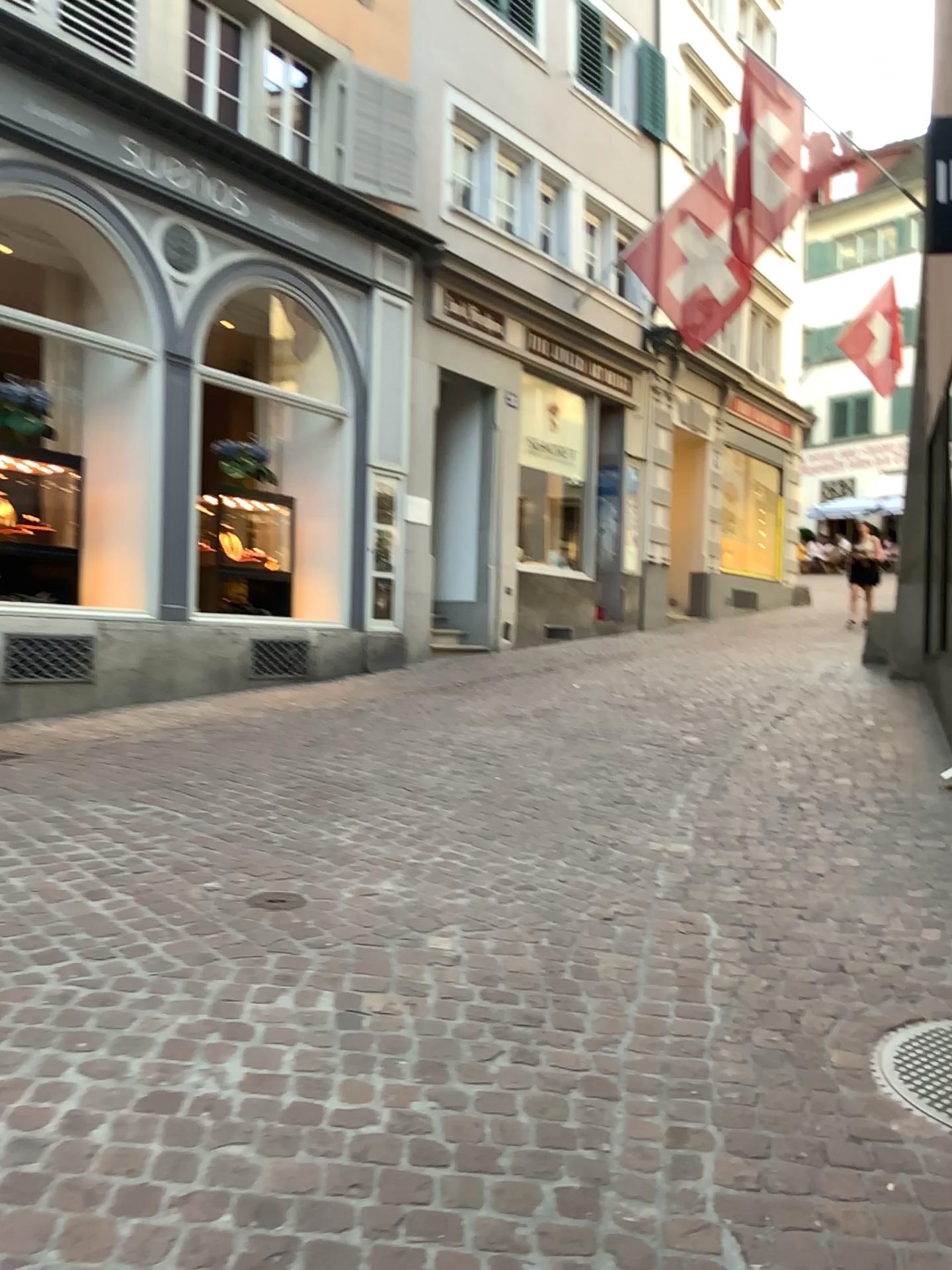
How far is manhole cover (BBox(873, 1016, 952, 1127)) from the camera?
2.3 meters

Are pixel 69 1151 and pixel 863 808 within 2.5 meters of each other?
no

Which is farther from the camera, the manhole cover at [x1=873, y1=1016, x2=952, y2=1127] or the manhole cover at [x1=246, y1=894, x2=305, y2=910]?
the manhole cover at [x1=246, y1=894, x2=305, y2=910]

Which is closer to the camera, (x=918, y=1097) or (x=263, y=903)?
(x=918, y=1097)

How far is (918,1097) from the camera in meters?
2.3
